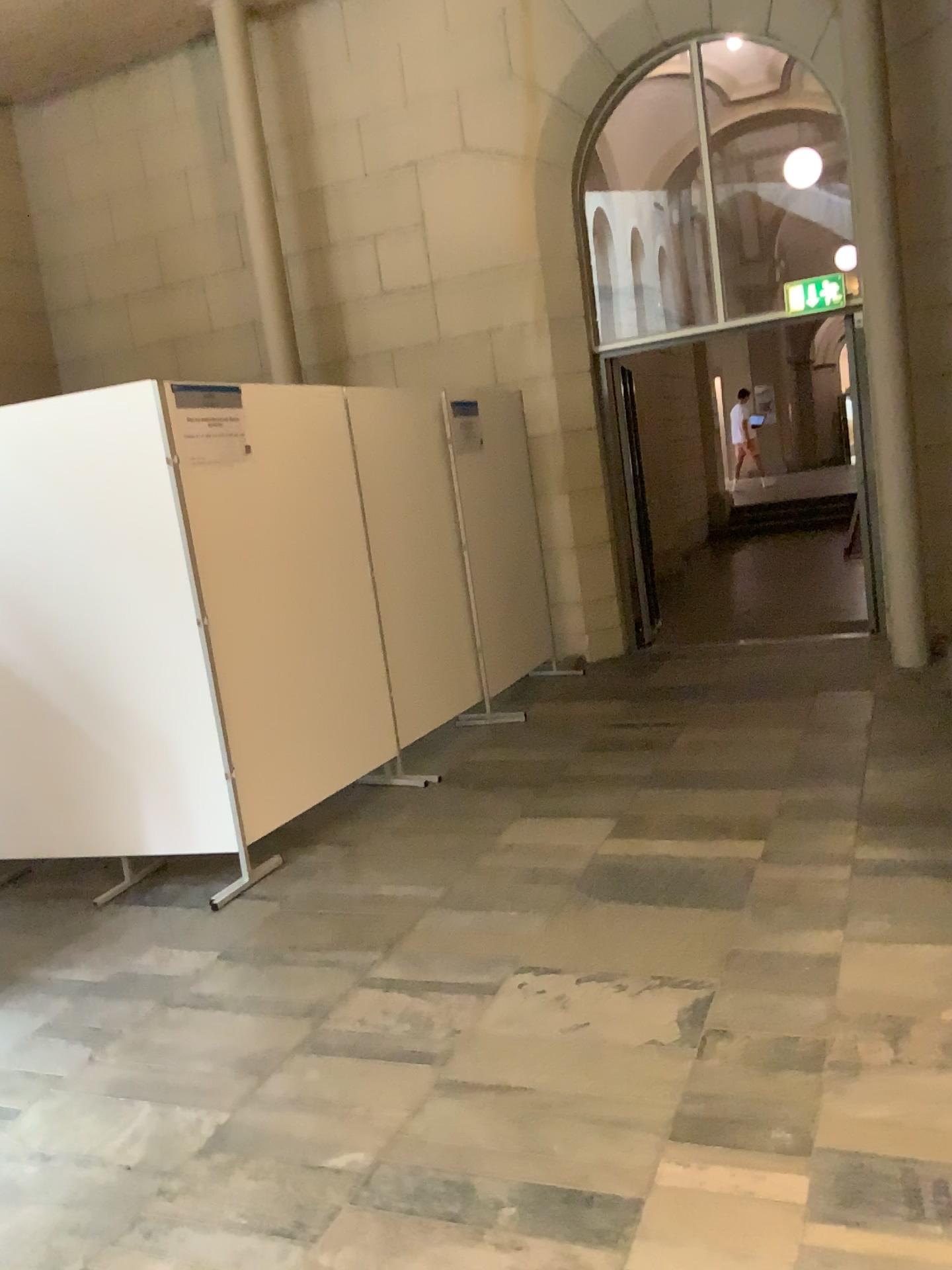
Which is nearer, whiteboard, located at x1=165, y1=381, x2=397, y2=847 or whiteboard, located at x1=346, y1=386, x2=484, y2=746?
whiteboard, located at x1=165, y1=381, x2=397, y2=847

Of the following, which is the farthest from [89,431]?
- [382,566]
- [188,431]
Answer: [382,566]

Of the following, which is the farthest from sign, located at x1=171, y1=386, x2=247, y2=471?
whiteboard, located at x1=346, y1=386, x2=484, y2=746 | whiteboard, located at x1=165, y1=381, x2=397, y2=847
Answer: whiteboard, located at x1=346, y1=386, x2=484, y2=746

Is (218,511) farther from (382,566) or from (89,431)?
(382,566)

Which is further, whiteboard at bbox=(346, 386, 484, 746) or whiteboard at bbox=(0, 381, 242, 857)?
whiteboard at bbox=(346, 386, 484, 746)

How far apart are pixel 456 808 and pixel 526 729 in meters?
1.0 m

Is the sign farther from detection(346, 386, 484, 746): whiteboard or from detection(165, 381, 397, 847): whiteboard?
detection(346, 386, 484, 746): whiteboard

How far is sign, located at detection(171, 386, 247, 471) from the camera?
3.98m

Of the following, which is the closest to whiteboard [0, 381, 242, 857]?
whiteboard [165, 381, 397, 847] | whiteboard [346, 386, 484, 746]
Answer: whiteboard [165, 381, 397, 847]

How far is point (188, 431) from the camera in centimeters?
398cm
